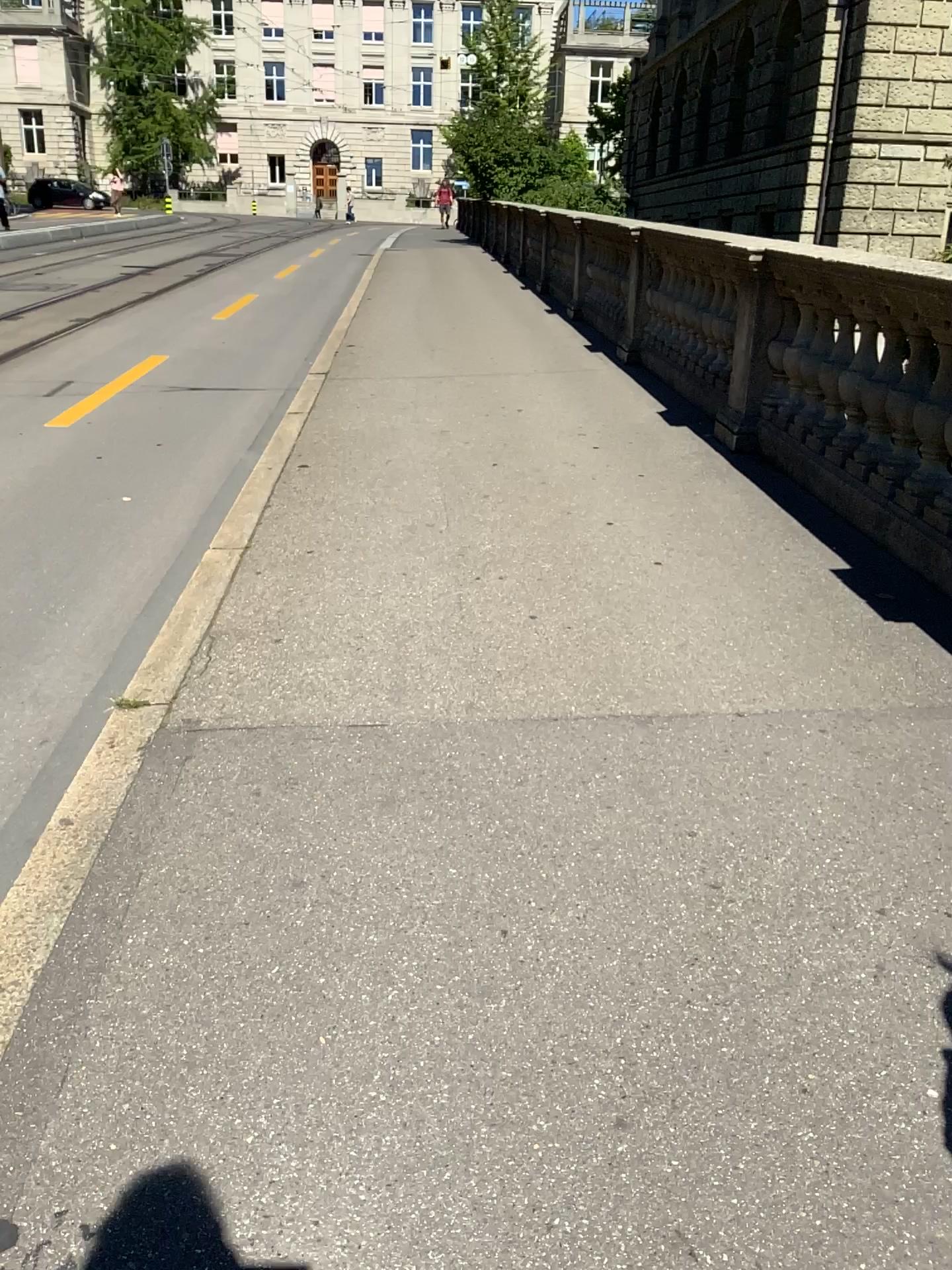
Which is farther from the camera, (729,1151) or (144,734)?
(144,734)

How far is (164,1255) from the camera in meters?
1.5 m

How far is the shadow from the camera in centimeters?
145cm
